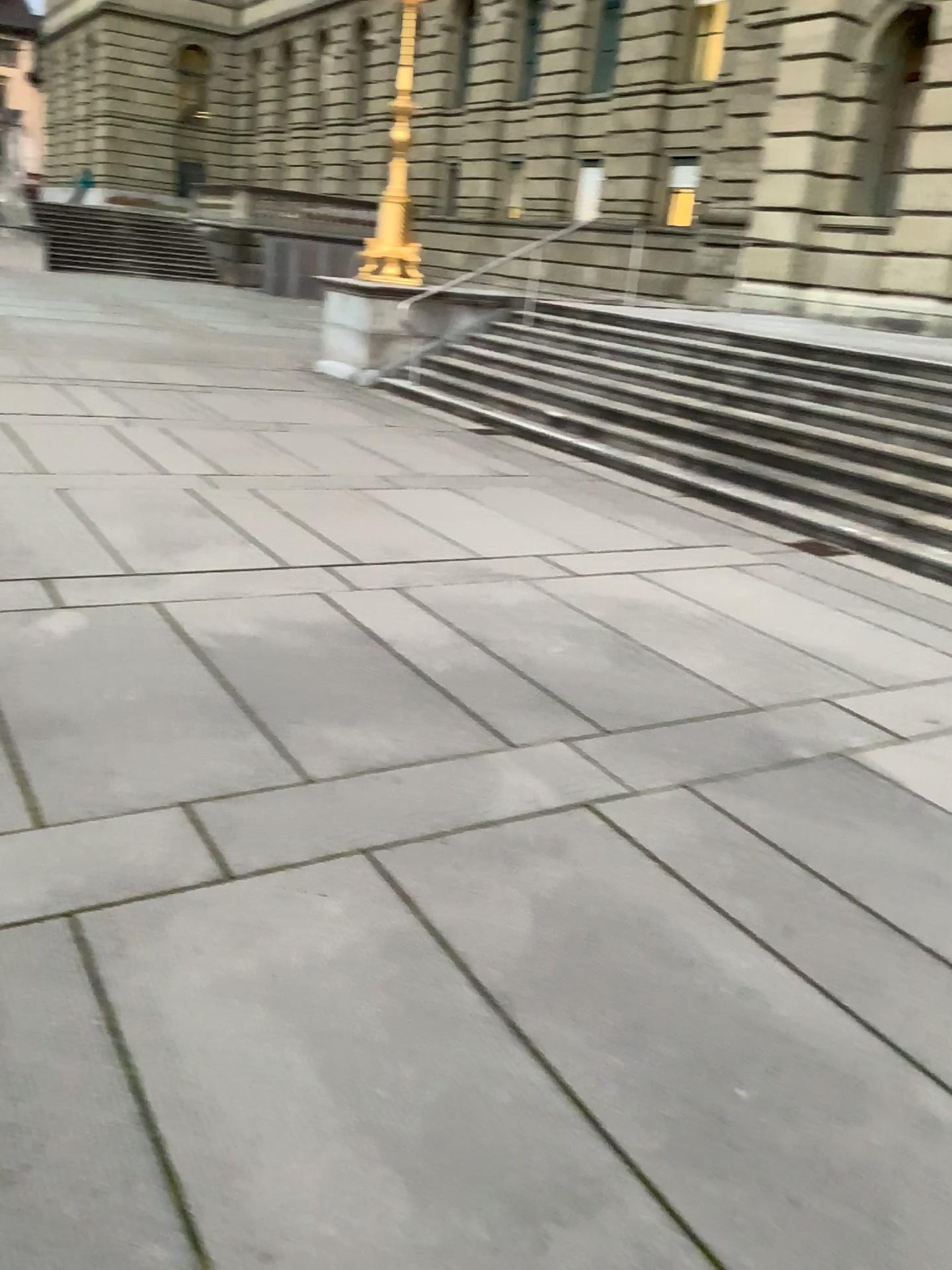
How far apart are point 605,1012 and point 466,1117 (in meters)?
0.44
